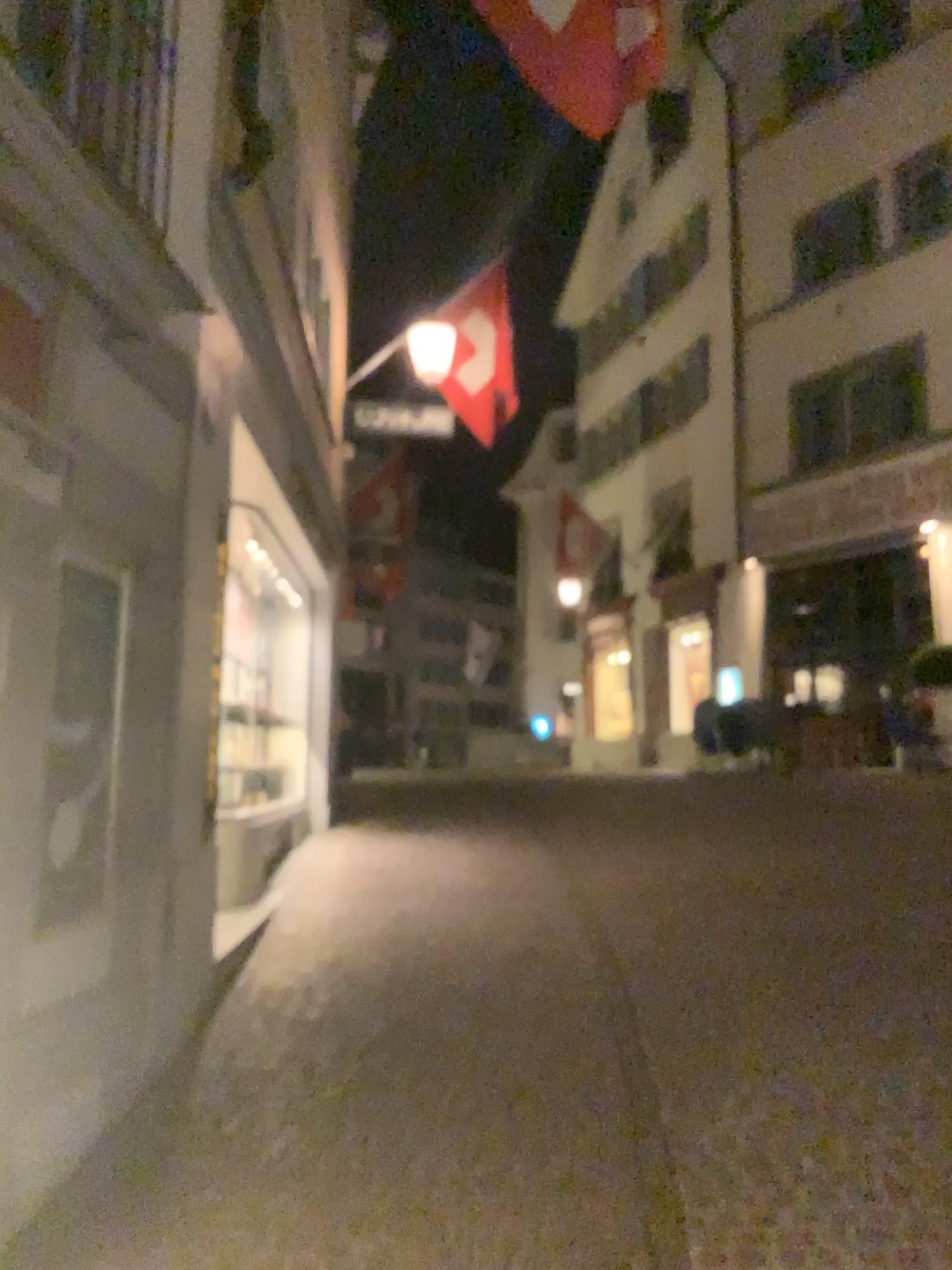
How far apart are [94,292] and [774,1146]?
3.23m
